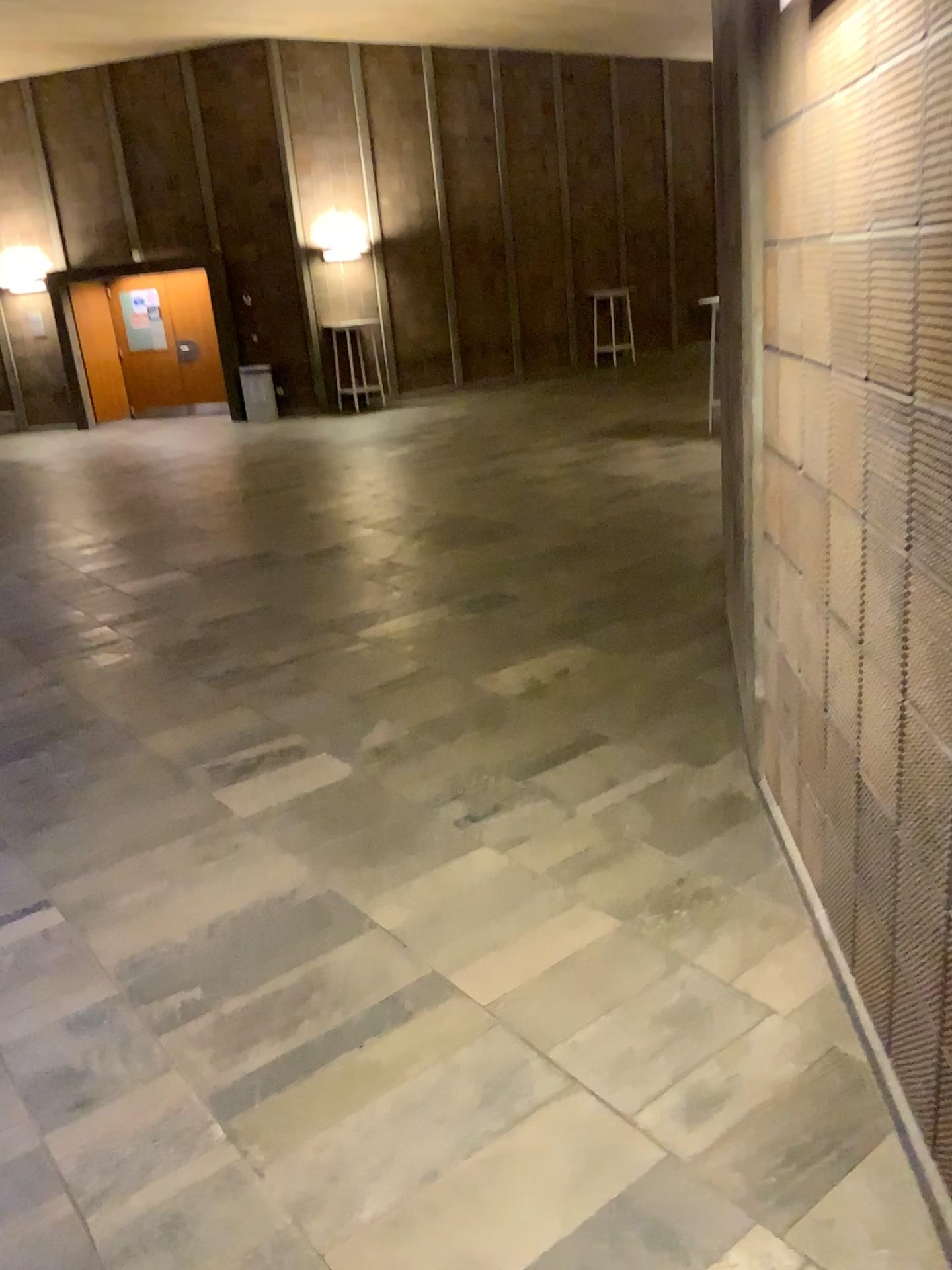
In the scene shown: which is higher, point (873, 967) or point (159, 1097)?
point (873, 967)
